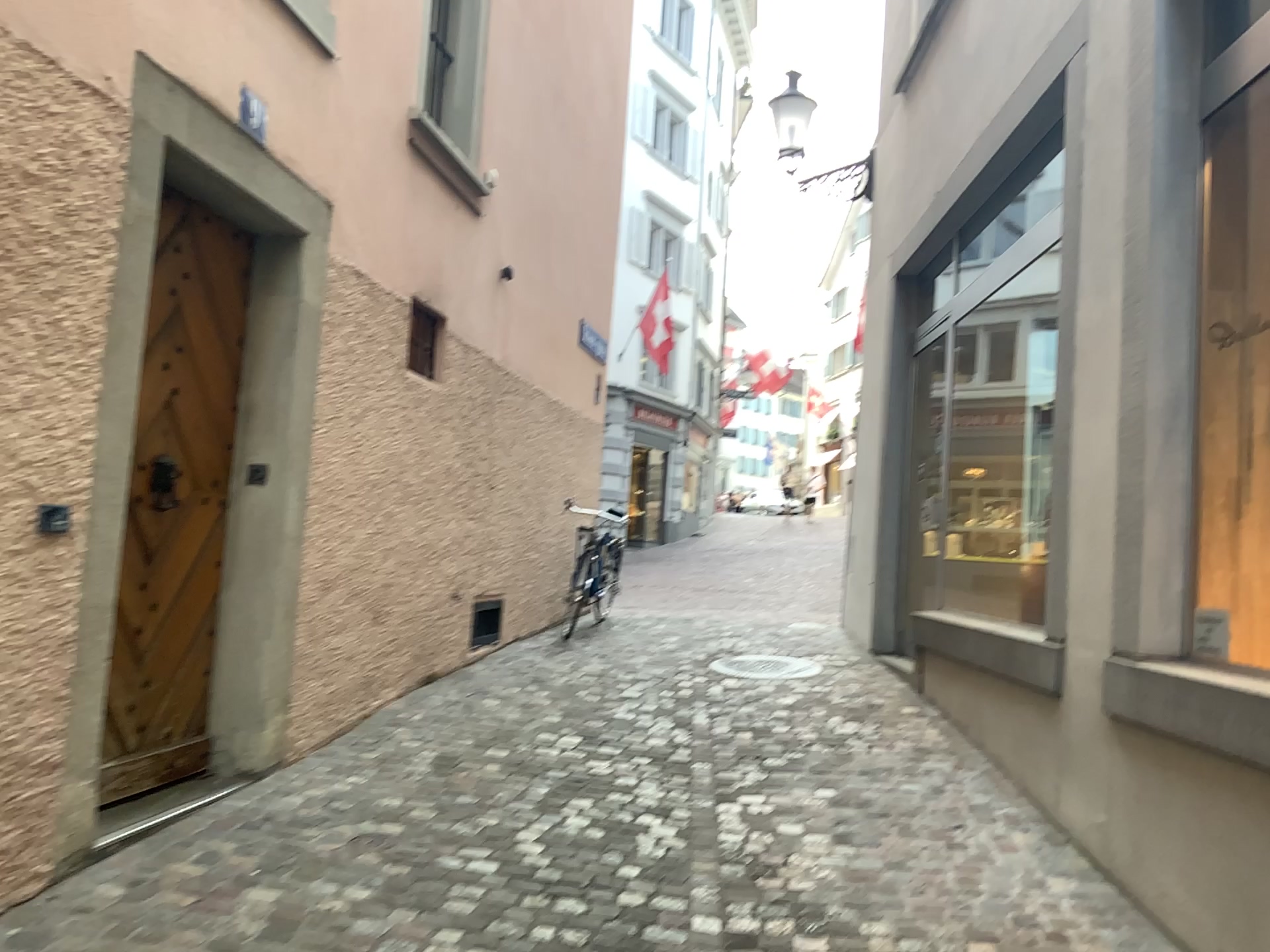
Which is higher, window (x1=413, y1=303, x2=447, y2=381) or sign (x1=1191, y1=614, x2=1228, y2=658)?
window (x1=413, y1=303, x2=447, y2=381)

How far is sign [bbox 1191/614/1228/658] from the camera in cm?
320

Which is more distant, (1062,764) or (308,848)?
(1062,764)

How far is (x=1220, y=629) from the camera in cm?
320

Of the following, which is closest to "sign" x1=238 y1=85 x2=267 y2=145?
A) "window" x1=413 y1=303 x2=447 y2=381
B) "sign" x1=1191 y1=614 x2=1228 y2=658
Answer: "window" x1=413 y1=303 x2=447 y2=381

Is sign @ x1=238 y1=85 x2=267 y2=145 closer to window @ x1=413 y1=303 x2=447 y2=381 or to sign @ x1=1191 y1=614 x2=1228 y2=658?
window @ x1=413 y1=303 x2=447 y2=381

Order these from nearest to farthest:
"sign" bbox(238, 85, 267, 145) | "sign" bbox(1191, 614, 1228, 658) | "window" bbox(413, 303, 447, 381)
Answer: "sign" bbox(1191, 614, 1228, 658) → "sign" bbox(238, 85, 267, 145) → "window" bbox(413, 303, 447, 381)

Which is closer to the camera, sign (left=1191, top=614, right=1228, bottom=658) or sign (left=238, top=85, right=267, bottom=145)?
sign (left=1191, top=614, right=1228, bottom=658)

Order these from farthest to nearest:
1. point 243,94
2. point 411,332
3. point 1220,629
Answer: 1. point 411,332
2. point 243,94
3. point 1220,629

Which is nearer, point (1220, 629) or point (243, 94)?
point (1220, 629)
